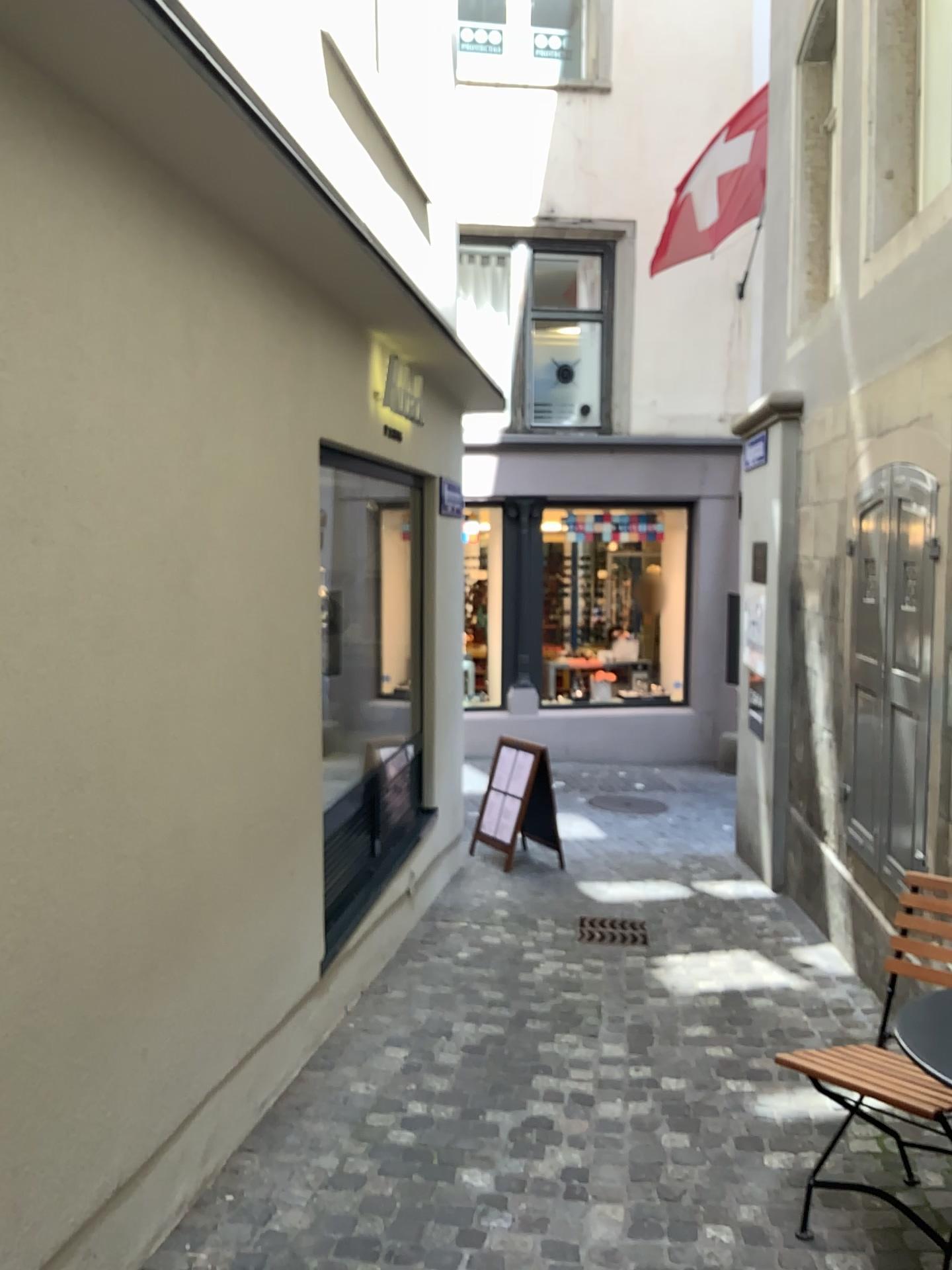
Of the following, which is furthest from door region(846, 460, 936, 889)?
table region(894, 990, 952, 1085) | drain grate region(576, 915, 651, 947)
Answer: table region(894, 990, 952, 1085)

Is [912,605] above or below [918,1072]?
above

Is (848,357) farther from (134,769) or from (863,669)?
(134,769)

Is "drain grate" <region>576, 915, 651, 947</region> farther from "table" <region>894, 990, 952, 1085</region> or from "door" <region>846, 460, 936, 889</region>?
"table" <region>894, 990, 952, 1085</region>

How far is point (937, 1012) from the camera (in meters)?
2.21

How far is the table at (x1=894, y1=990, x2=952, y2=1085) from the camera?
2.2m

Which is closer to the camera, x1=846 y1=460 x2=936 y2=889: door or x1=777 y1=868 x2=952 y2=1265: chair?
x1=777 y1=868 x2=952 y2=1265: chair

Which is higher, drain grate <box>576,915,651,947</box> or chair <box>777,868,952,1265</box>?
chair <box>777,868,952,1265</box>

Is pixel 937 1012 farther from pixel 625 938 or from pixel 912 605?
pixel 625 938

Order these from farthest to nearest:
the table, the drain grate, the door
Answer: the drain grate, the door, the table
